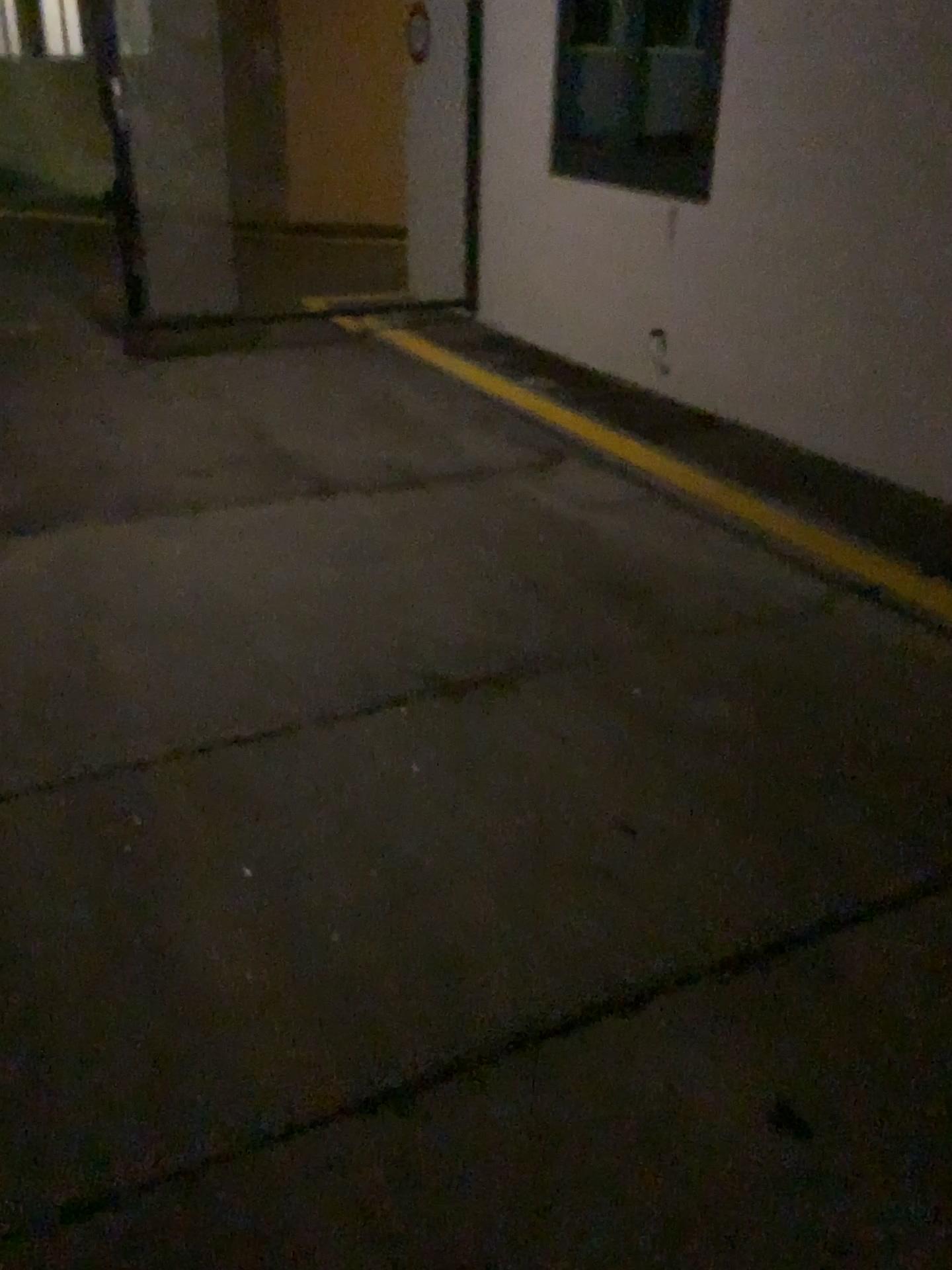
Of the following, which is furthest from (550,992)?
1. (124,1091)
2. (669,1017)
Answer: (124,1091)
